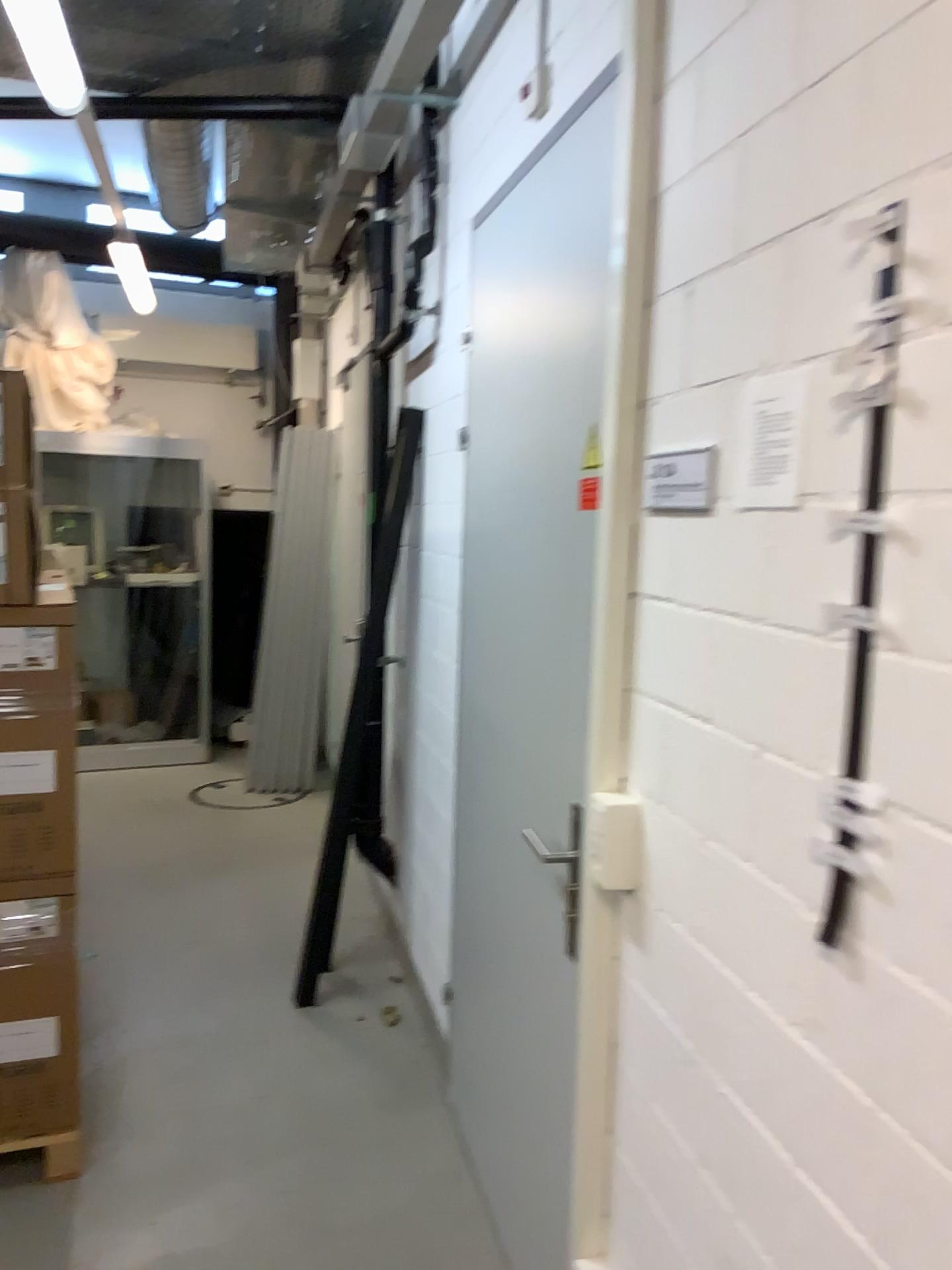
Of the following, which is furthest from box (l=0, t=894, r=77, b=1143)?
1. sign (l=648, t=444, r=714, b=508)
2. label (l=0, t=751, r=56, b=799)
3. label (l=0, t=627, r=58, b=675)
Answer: sign (l=648, t=444, r=714, b=508)

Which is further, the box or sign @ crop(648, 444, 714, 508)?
the box

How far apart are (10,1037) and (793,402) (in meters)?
2.23

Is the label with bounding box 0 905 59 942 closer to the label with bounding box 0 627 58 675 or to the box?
the box

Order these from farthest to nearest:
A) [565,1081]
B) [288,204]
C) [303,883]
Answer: [288,204]
[303,883]
[565,1081]

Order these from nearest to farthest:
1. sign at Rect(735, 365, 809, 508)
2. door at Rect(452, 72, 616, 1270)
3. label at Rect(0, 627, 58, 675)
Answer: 1. sign at Rect(735, 365, 809, 508)
2. door at Rect(452, 72, 616, 1270)
3. label at Rect(0, 627, 58, 675)

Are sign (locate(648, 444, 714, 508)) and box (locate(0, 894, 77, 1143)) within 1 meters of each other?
no

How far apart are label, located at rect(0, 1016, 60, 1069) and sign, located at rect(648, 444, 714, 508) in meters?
1.9

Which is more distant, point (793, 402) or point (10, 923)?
point (10, 923)

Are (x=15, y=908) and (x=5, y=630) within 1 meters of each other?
yes
